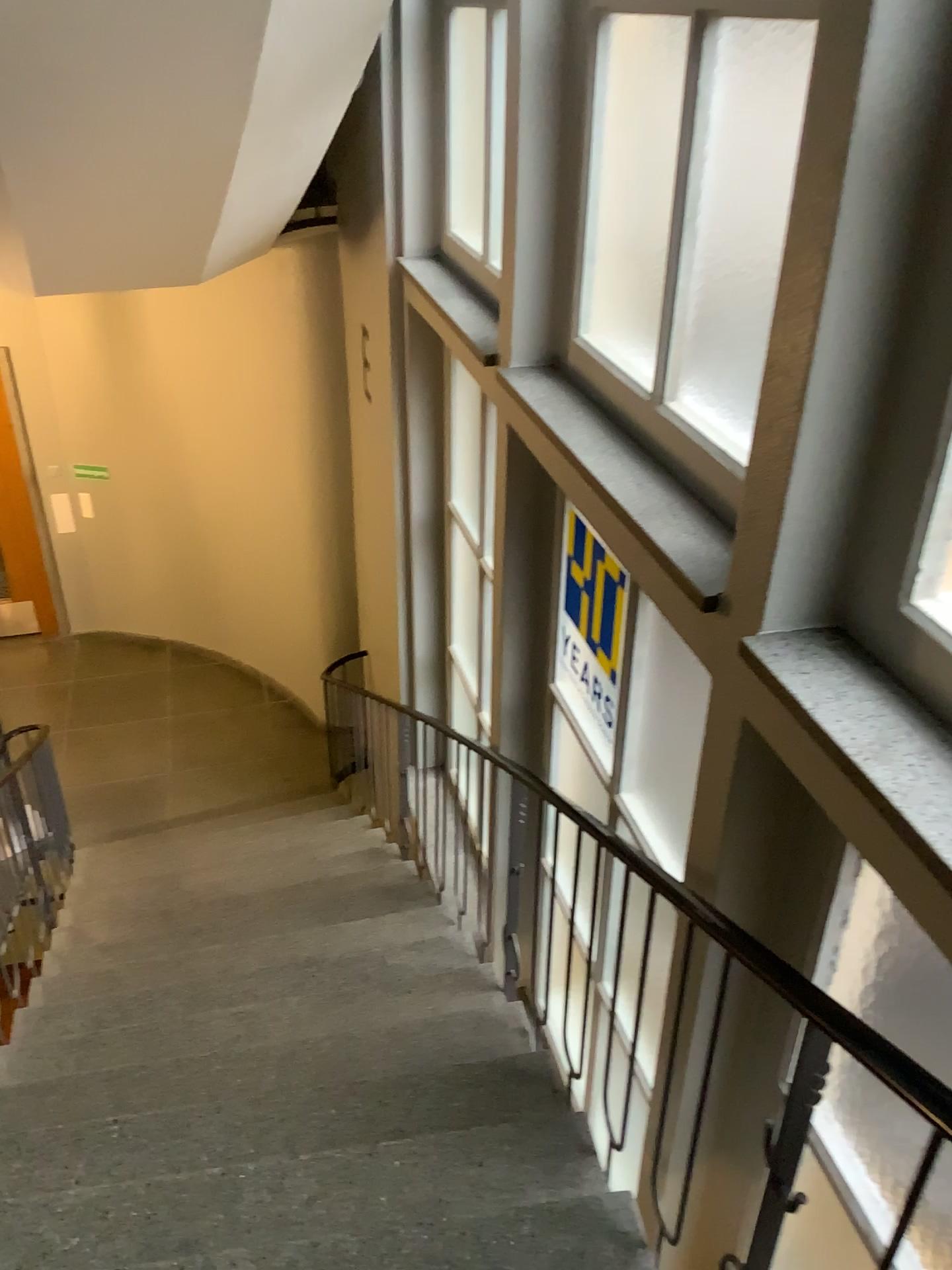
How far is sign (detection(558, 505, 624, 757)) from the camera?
3.27m

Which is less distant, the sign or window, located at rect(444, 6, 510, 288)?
the sign

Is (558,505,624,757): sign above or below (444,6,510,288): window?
below

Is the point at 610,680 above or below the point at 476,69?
below

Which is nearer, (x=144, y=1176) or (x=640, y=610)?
(x=144, y=1176)

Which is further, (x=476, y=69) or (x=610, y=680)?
(x=476, y=69)

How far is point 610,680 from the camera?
3.3m
